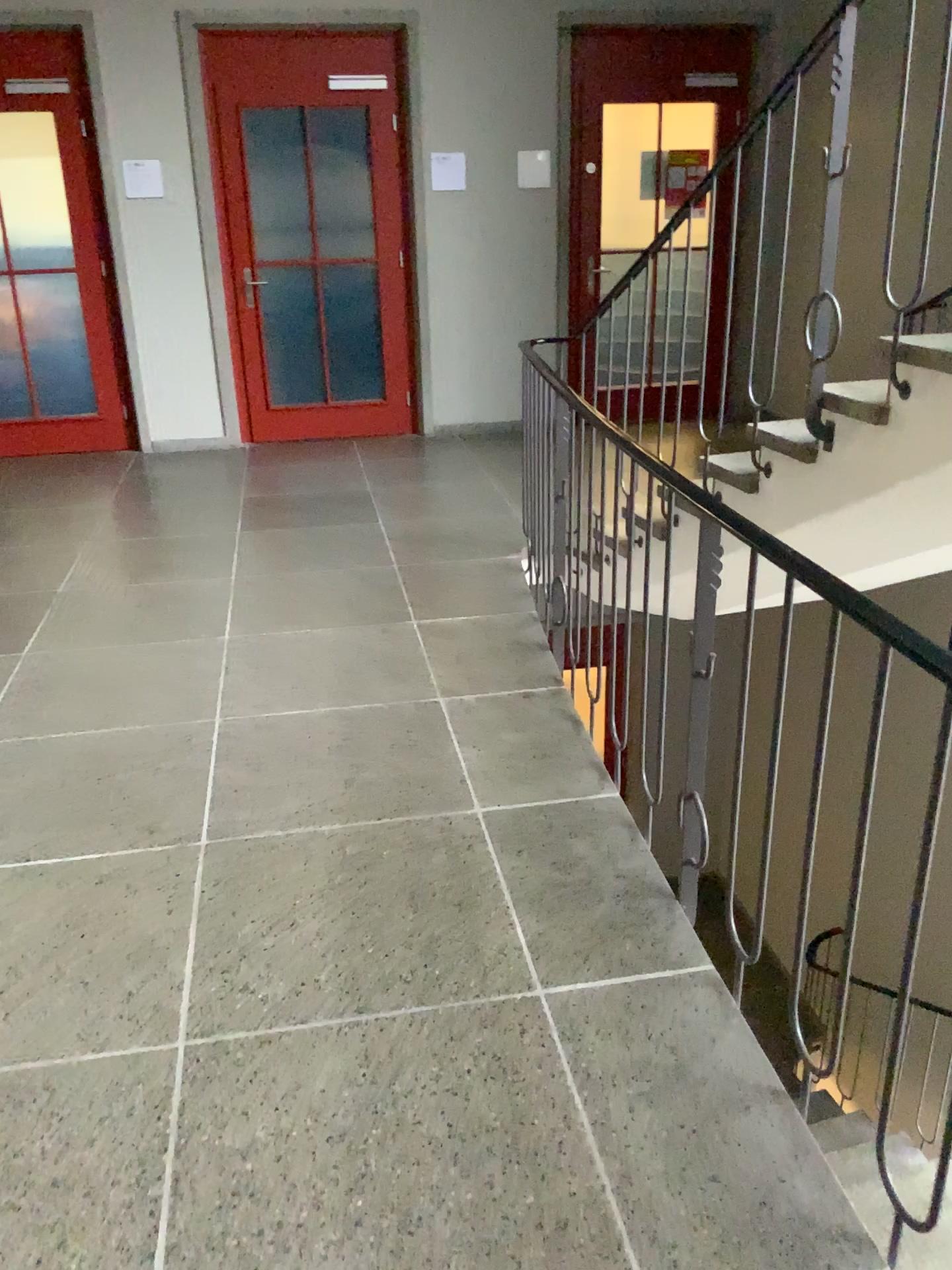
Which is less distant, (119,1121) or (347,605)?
(119,1121)
